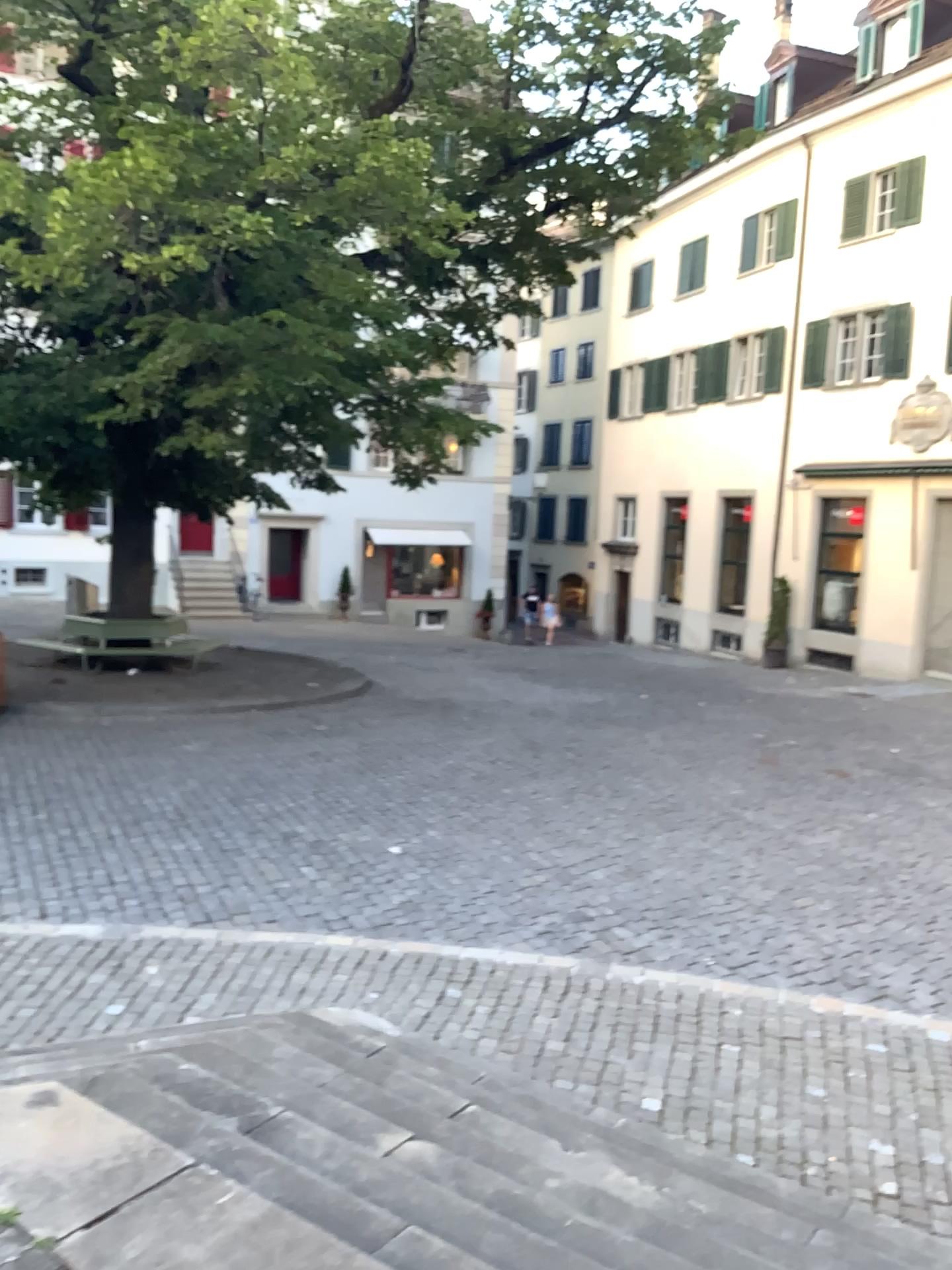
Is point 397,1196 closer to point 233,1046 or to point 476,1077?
point 233,1046
